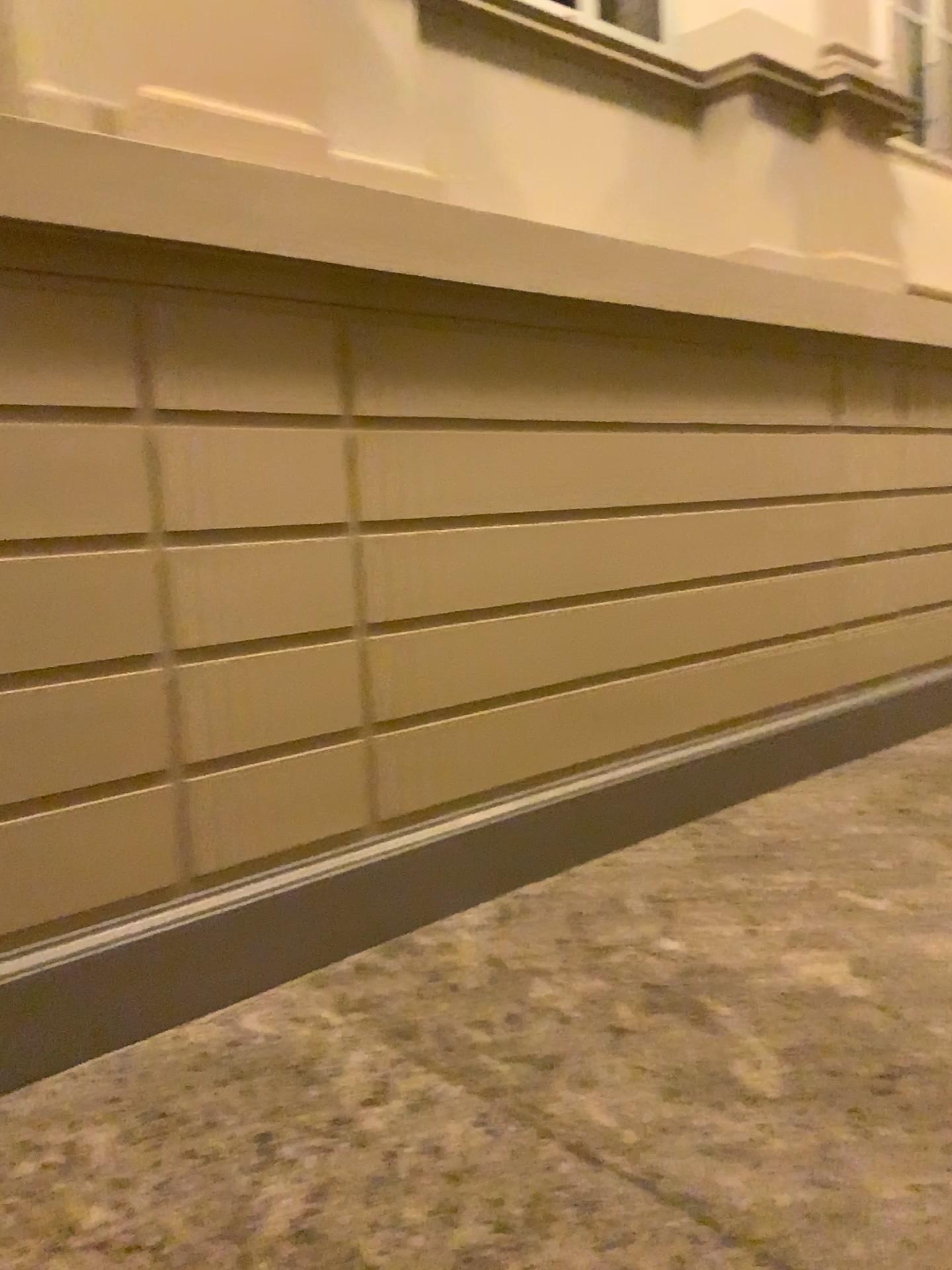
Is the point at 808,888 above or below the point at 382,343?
below

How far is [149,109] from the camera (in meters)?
2.59

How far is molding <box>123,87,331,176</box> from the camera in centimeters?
259cm
